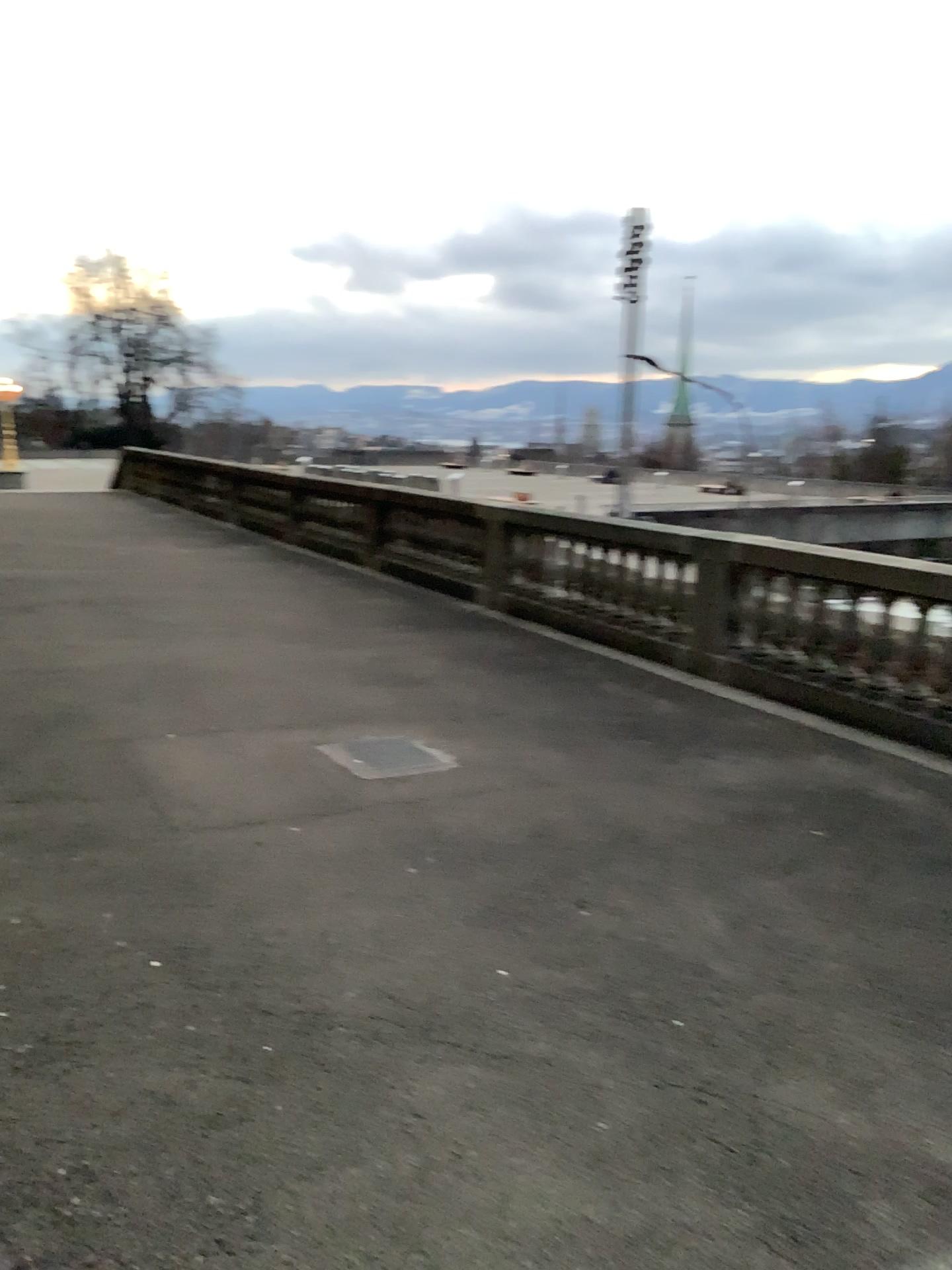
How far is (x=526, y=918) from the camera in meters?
3.8
